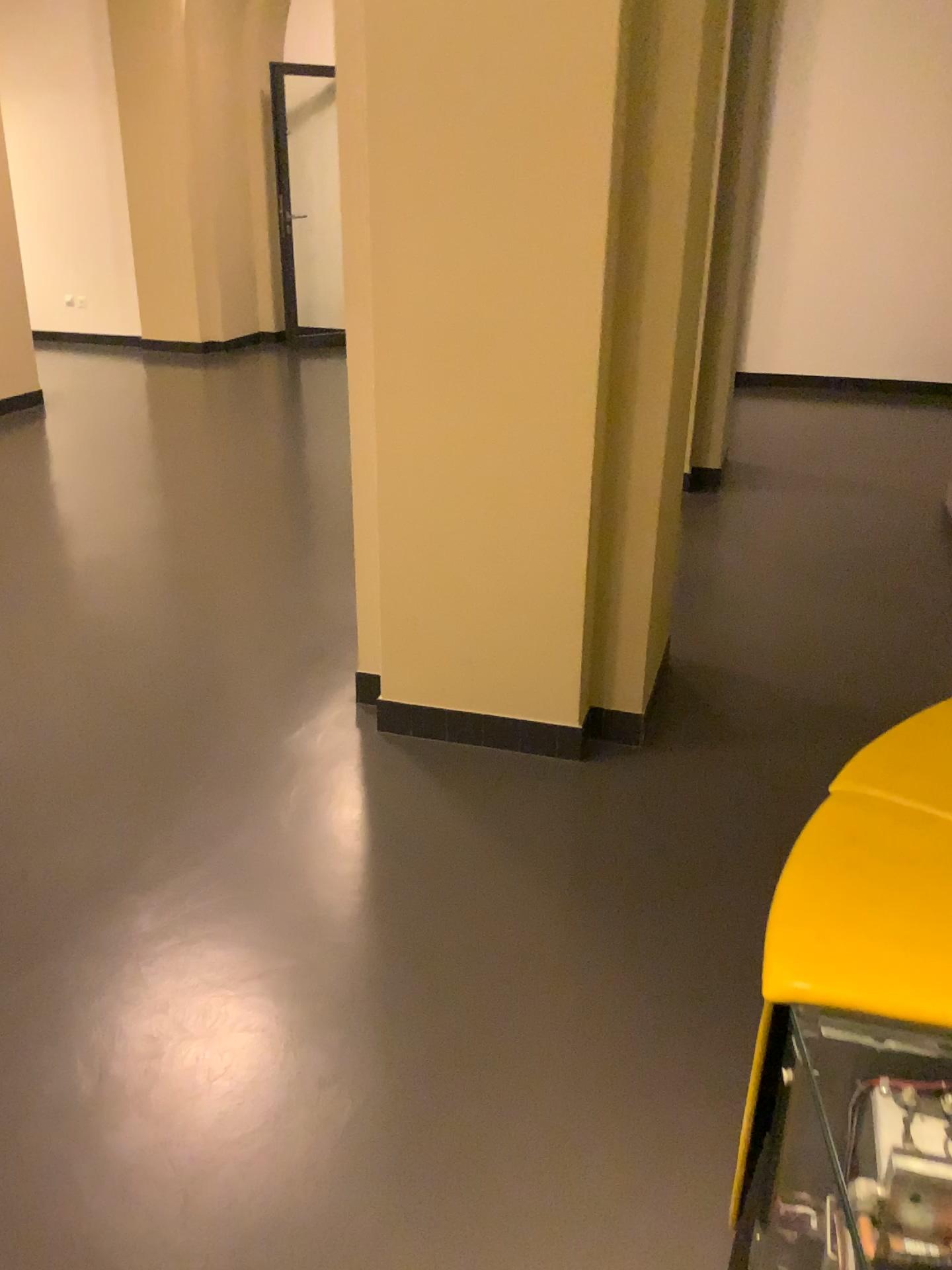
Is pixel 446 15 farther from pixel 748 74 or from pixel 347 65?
pixel 748 74

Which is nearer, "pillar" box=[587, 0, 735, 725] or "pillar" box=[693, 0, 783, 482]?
"pillar" box=[587, 0, 735, 725]

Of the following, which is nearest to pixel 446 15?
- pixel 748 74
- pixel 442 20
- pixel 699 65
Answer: pixel 442 20

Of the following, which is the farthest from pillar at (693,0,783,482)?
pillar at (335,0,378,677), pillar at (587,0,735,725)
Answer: pillar at (335,0,378,677)

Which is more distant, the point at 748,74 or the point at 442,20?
the point at 748,74

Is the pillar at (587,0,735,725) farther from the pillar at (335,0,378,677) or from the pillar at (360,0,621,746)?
the pillar at (335,0,378,677)

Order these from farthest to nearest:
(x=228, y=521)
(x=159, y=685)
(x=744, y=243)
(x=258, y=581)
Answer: (x=744, y=243), (x=228, y=521), (x=258, y=581), (x=159, y=685)

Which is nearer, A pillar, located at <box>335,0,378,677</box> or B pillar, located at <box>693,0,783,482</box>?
A pillar, located at <box>335,0,378,677</box>

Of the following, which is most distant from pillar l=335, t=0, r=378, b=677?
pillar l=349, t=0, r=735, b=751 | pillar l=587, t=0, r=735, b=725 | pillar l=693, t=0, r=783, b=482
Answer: pillar l=693, t=0, r=783, b=482

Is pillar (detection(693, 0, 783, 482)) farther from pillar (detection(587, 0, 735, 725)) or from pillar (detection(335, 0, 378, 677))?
pillar (detection(335, 0, 378, 677))
